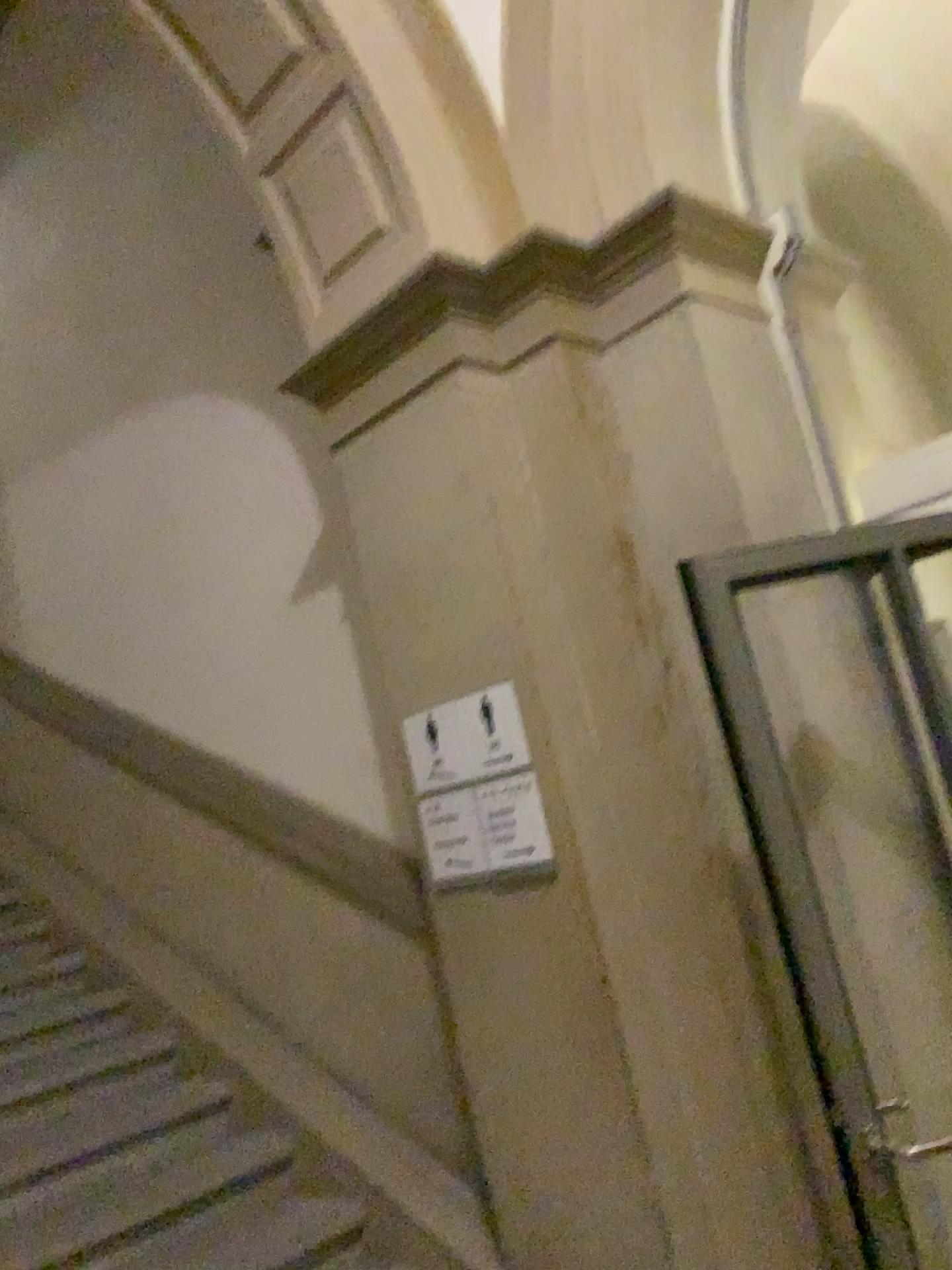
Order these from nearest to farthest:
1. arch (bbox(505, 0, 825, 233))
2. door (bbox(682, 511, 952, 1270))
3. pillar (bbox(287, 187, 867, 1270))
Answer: door (bbox(682, 511, 952, 1270)) → pillar (bbox(287, 187, 867, 1270)) → arch (bbox(505, 0, 825, 233))

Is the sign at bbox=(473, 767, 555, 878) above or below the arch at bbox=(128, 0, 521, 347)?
below

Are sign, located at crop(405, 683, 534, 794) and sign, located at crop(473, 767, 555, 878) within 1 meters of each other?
yes

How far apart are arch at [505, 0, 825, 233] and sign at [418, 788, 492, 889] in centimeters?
145cm

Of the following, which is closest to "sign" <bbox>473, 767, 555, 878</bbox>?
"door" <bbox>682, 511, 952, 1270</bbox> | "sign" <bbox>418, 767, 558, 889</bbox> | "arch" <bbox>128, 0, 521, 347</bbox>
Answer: "sign" <bbox>418, 767, 558, 889</bbox>

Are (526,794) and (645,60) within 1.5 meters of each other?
no

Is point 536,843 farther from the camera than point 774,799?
Yes

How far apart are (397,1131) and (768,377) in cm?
231

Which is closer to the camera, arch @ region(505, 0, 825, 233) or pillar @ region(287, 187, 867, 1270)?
pillar @ region(287, 187, 867, 1270)

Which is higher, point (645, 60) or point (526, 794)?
point (645, 60)
